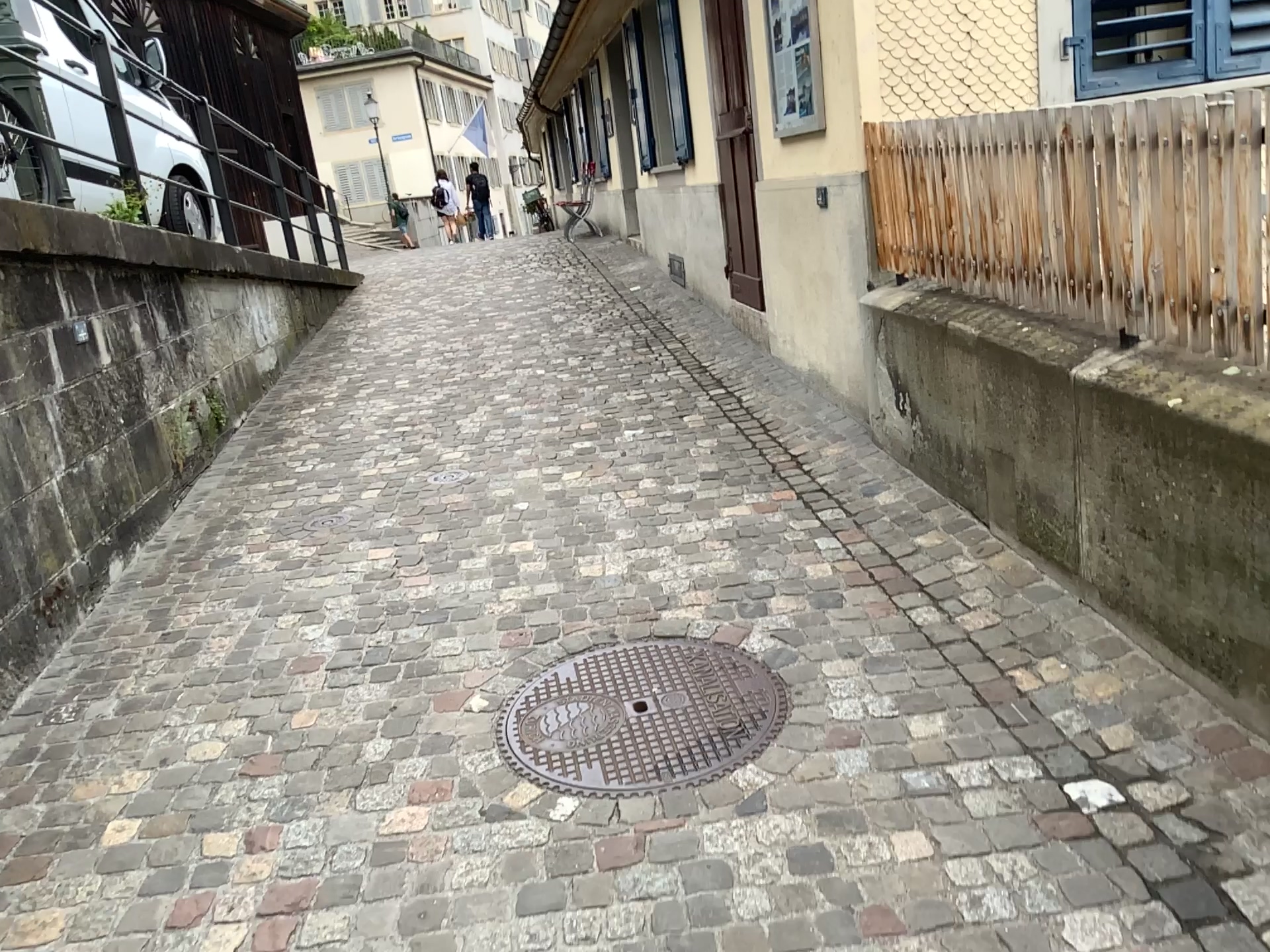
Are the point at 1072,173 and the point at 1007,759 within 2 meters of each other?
yes
